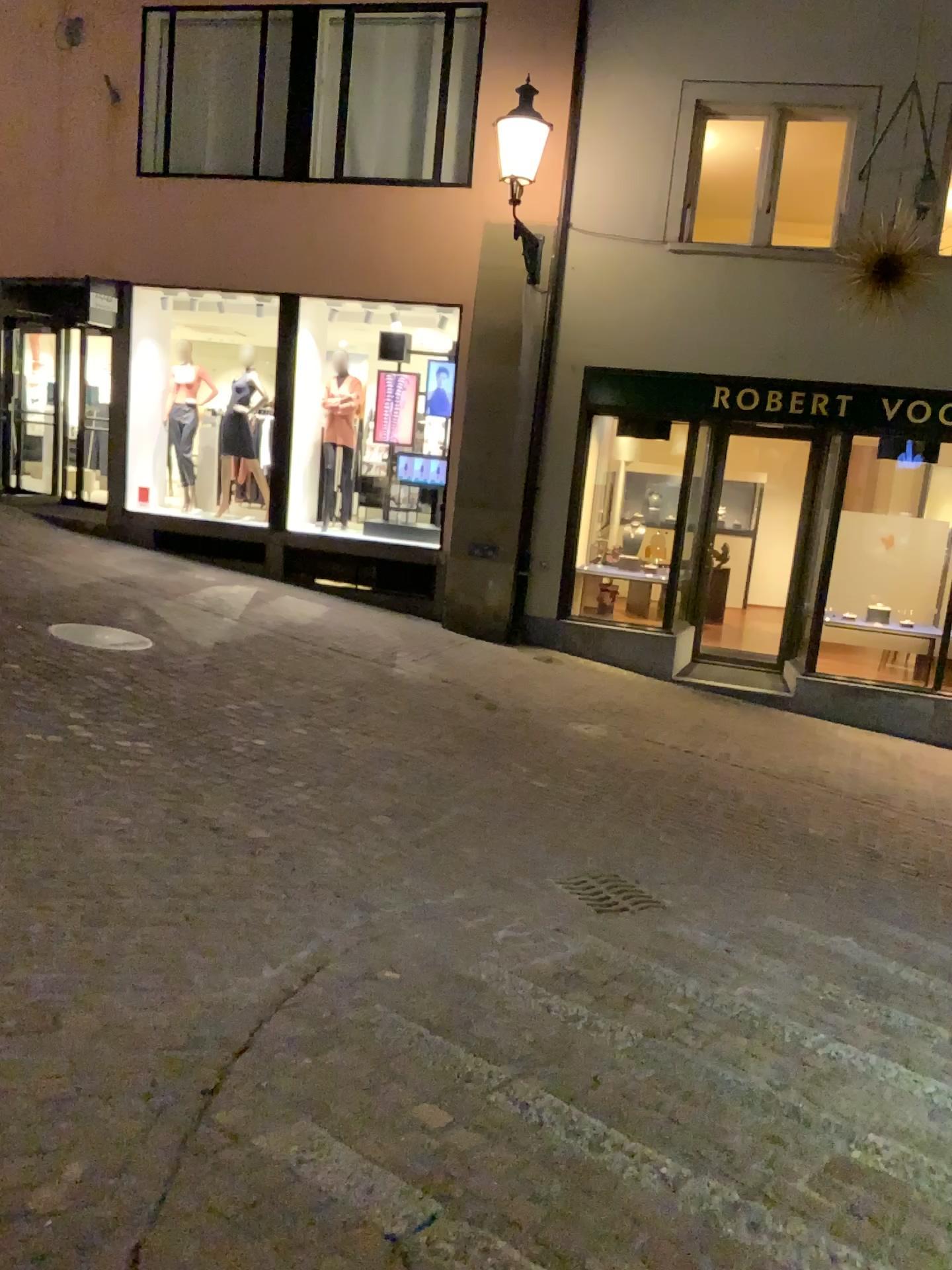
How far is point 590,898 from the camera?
4.6 meters

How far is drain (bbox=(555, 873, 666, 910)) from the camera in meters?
4.6 m

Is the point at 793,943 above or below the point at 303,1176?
below
